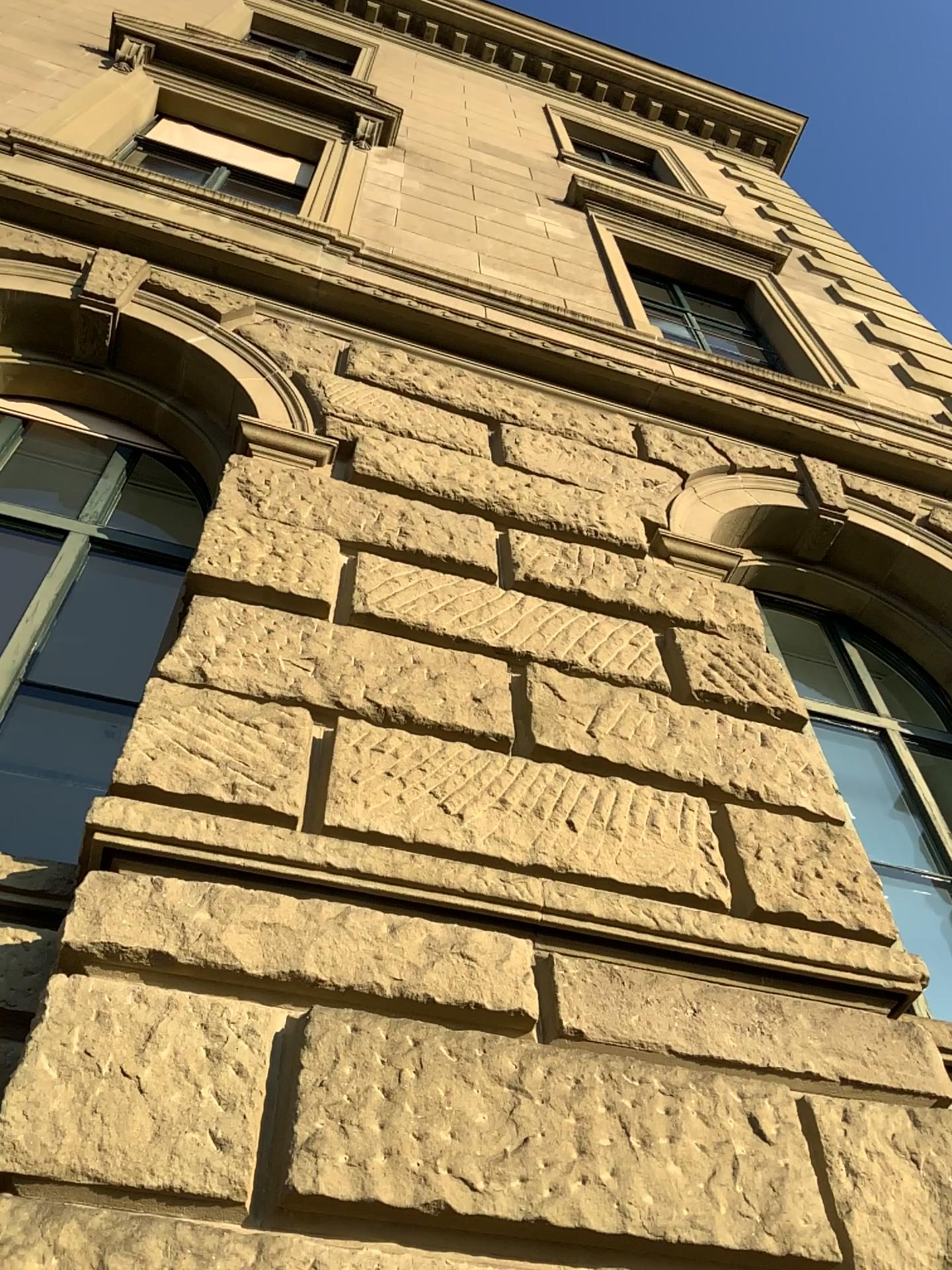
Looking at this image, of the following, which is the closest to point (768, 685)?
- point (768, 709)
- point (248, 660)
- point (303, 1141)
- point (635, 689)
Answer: point (768, 709)
